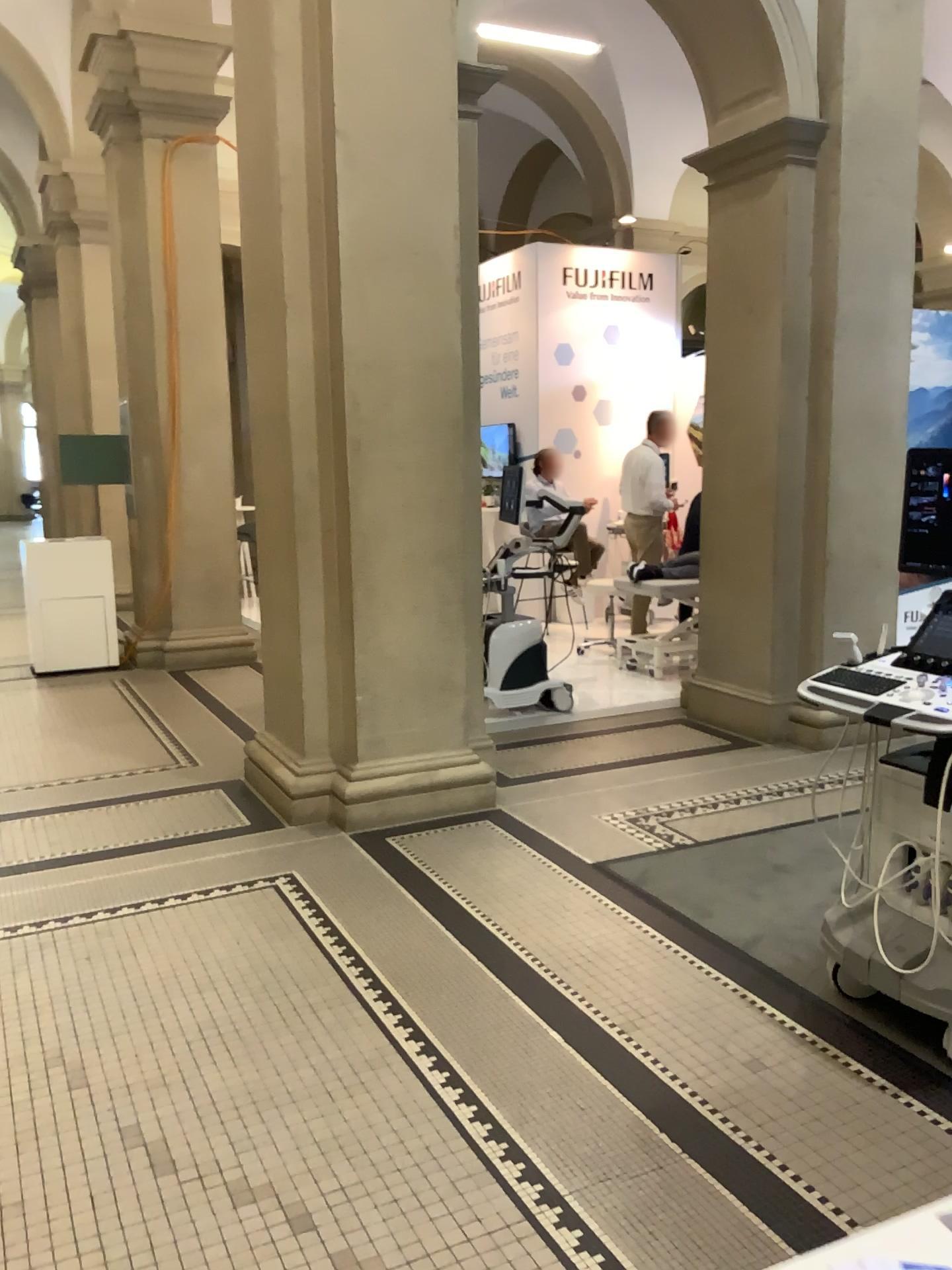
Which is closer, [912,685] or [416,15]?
[912,685]

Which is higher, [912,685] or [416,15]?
[416,15]

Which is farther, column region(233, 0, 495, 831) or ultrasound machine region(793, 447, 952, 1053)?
column region(233, 0, 495, 831)

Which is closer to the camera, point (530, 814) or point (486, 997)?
point (486, 997)
